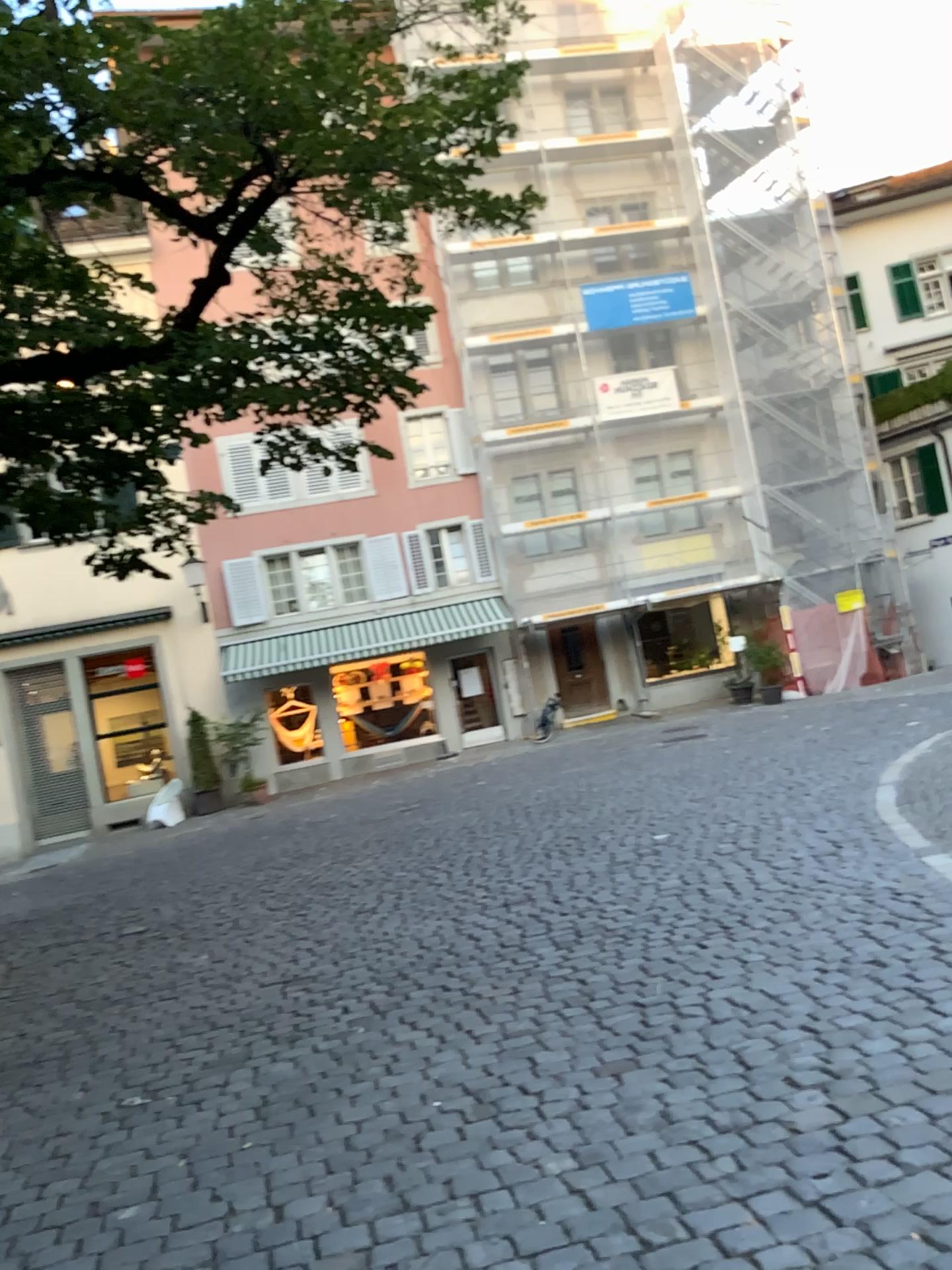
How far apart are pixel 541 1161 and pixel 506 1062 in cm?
87
